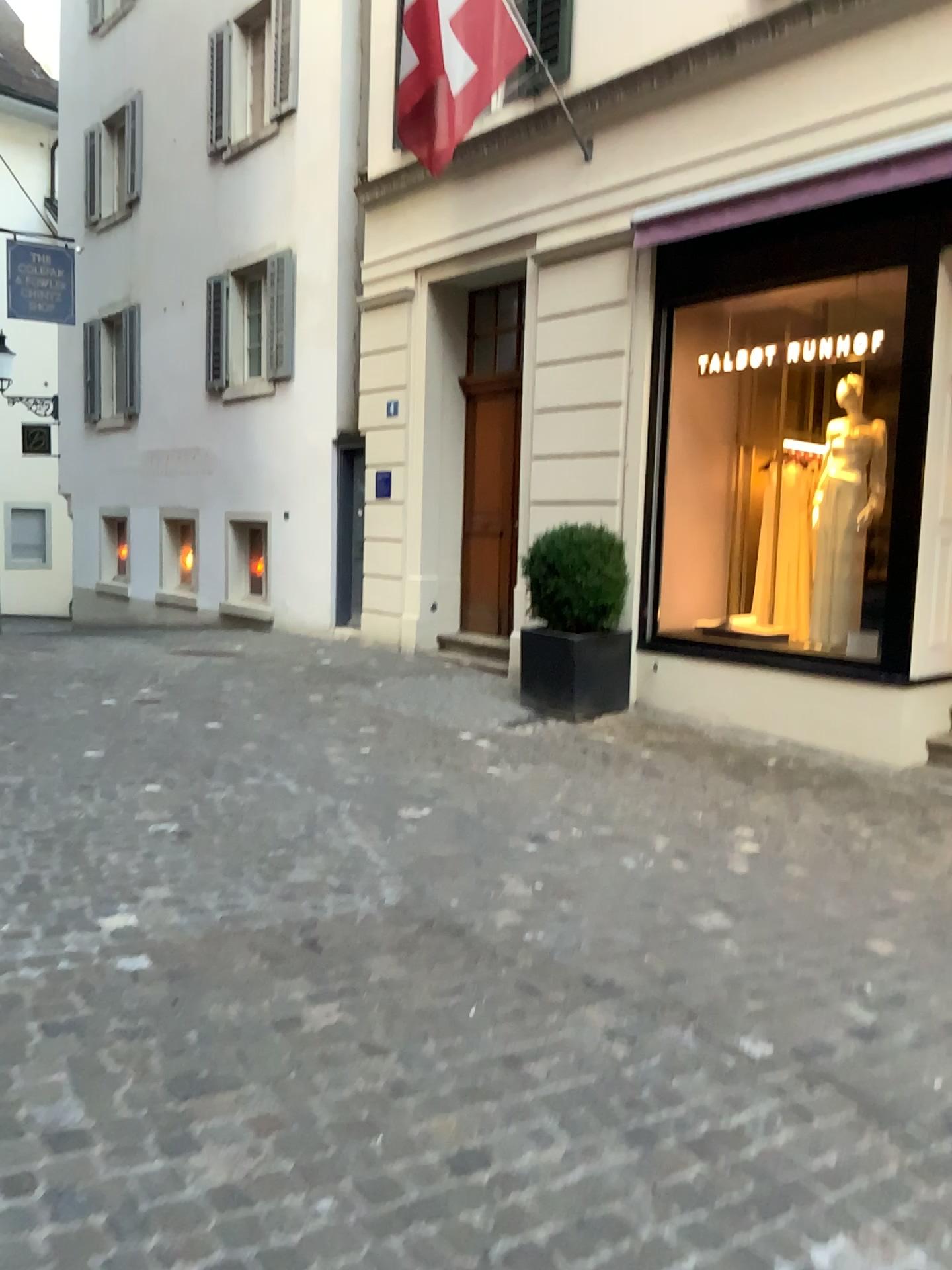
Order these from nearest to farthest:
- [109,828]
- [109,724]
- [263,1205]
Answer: [263,1205] → [109,828] → [109,724]
